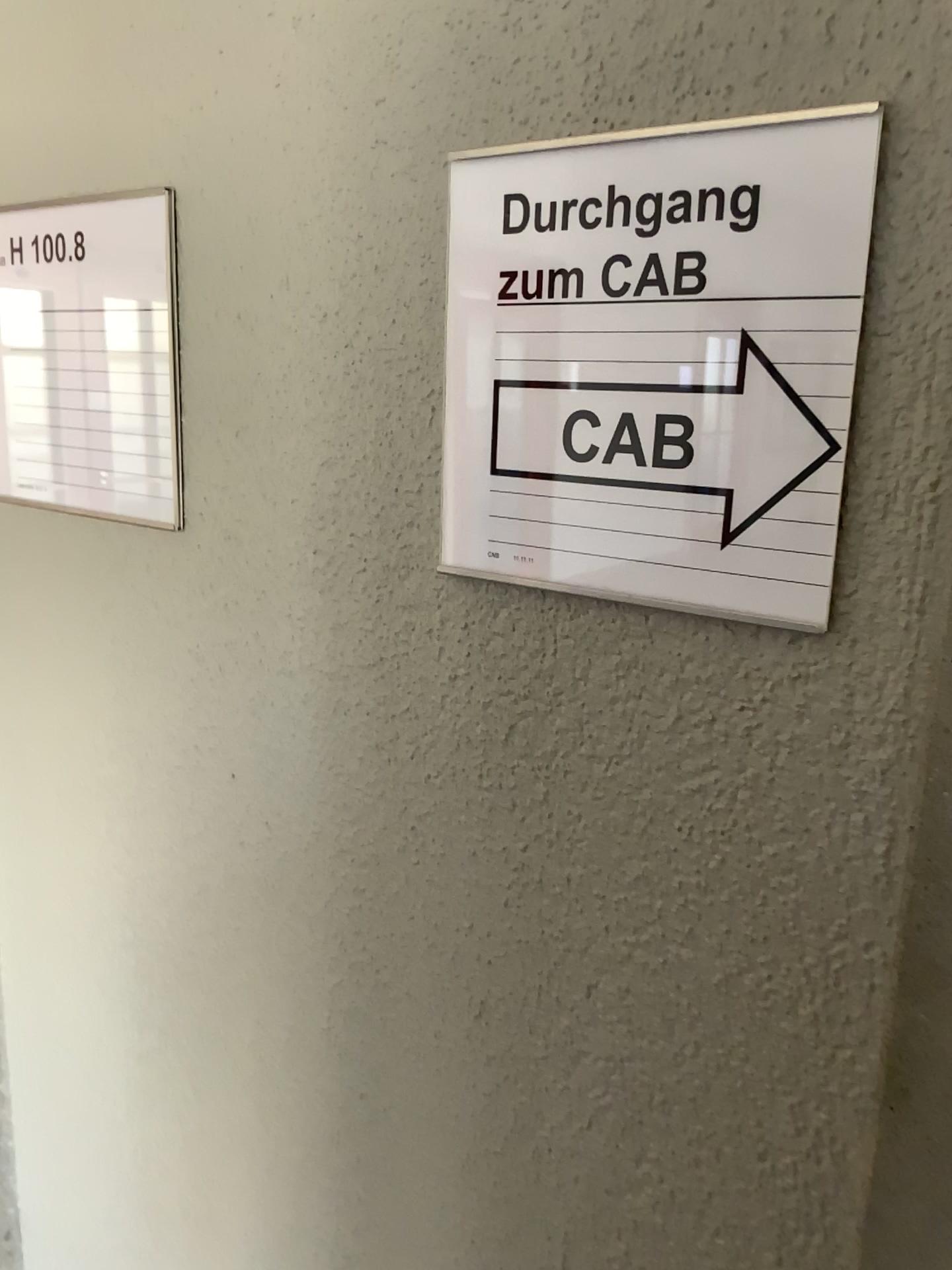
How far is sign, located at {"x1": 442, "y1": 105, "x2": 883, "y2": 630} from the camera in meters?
0.4

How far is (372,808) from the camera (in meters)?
0.65

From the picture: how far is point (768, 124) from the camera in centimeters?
45cm

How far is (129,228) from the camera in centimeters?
69cm

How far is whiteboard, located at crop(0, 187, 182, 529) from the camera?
0.69m

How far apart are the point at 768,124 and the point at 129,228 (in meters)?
0.43
